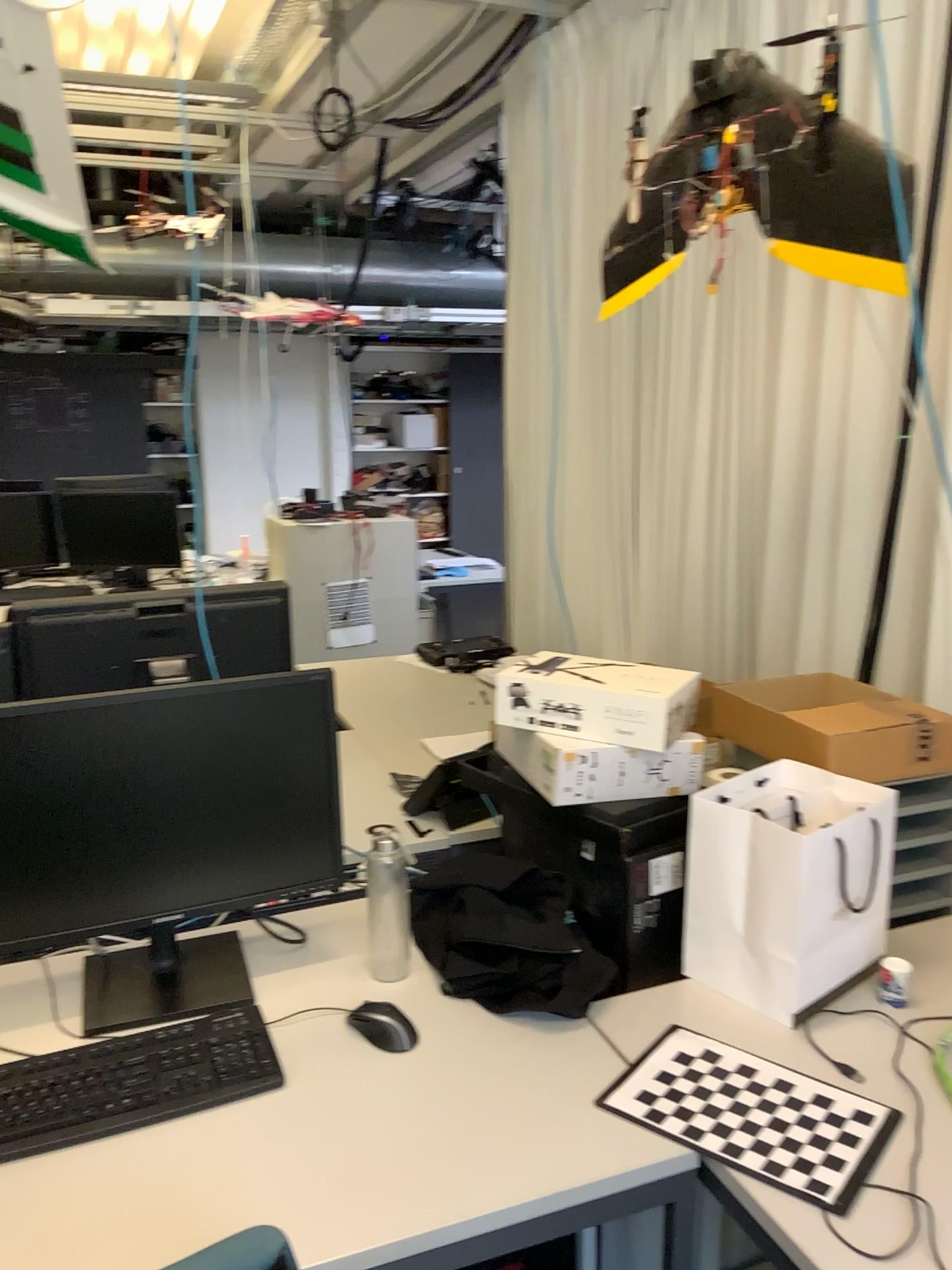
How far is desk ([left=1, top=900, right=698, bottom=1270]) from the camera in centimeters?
116cm

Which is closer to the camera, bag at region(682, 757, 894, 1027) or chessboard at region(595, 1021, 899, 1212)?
chessboard at region(595, 1021, 899, 1212)

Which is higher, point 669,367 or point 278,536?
point 669,367

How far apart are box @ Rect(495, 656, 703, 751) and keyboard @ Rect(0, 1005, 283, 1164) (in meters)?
0.62

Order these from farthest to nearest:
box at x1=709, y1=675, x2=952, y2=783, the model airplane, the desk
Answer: box at x1=709, y1=675, x2=952, y2=783 < the model airplane < the desk

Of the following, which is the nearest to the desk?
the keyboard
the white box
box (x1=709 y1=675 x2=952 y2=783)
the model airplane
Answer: the keyboard

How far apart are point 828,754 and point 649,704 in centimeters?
36cm

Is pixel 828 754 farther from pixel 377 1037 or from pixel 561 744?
pixel 377 1037

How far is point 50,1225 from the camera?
1.2 meters

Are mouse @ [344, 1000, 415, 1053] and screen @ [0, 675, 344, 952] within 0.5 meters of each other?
yes
